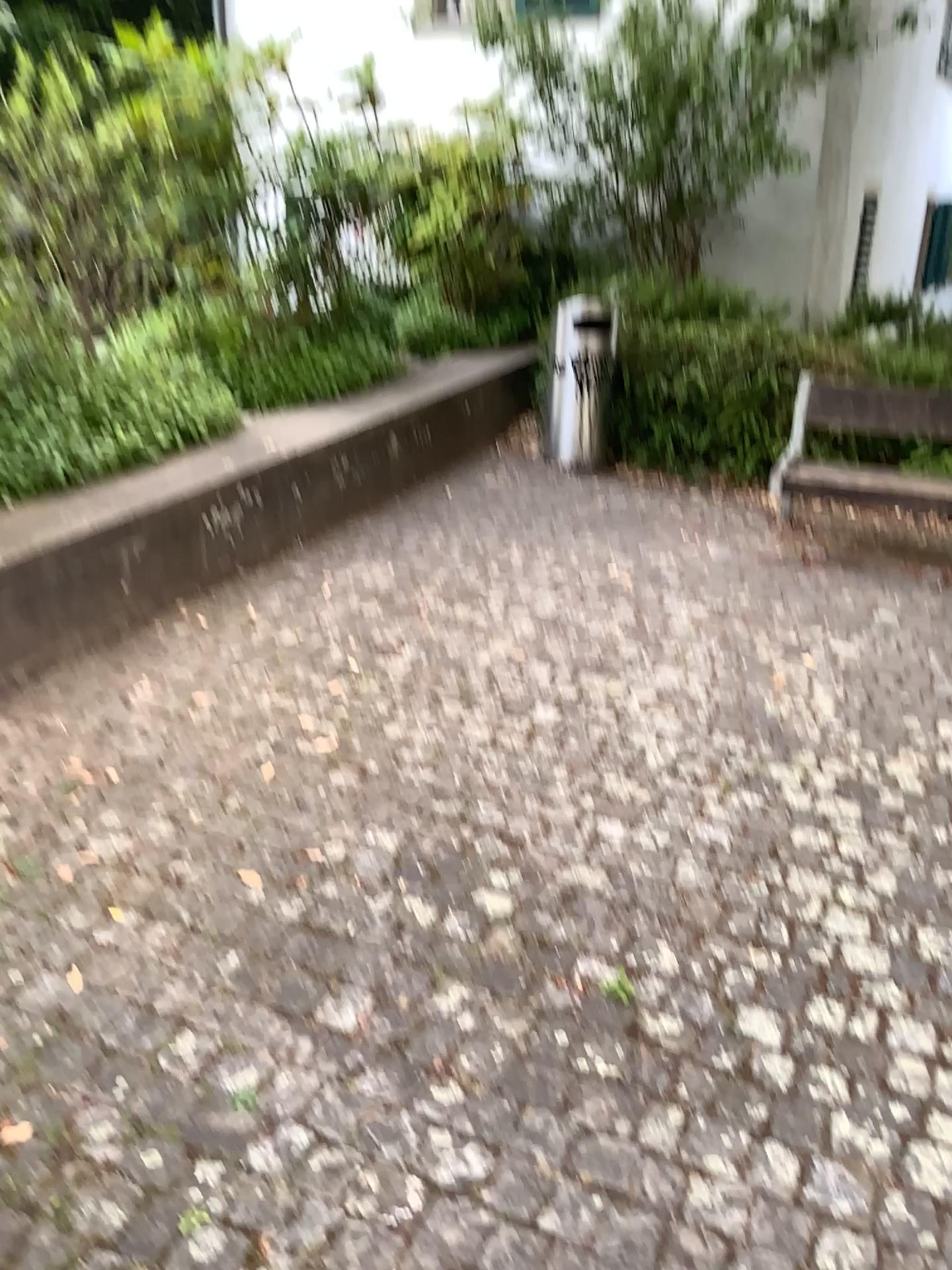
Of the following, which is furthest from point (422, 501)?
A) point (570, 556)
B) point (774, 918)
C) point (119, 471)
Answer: point (774, 918)
